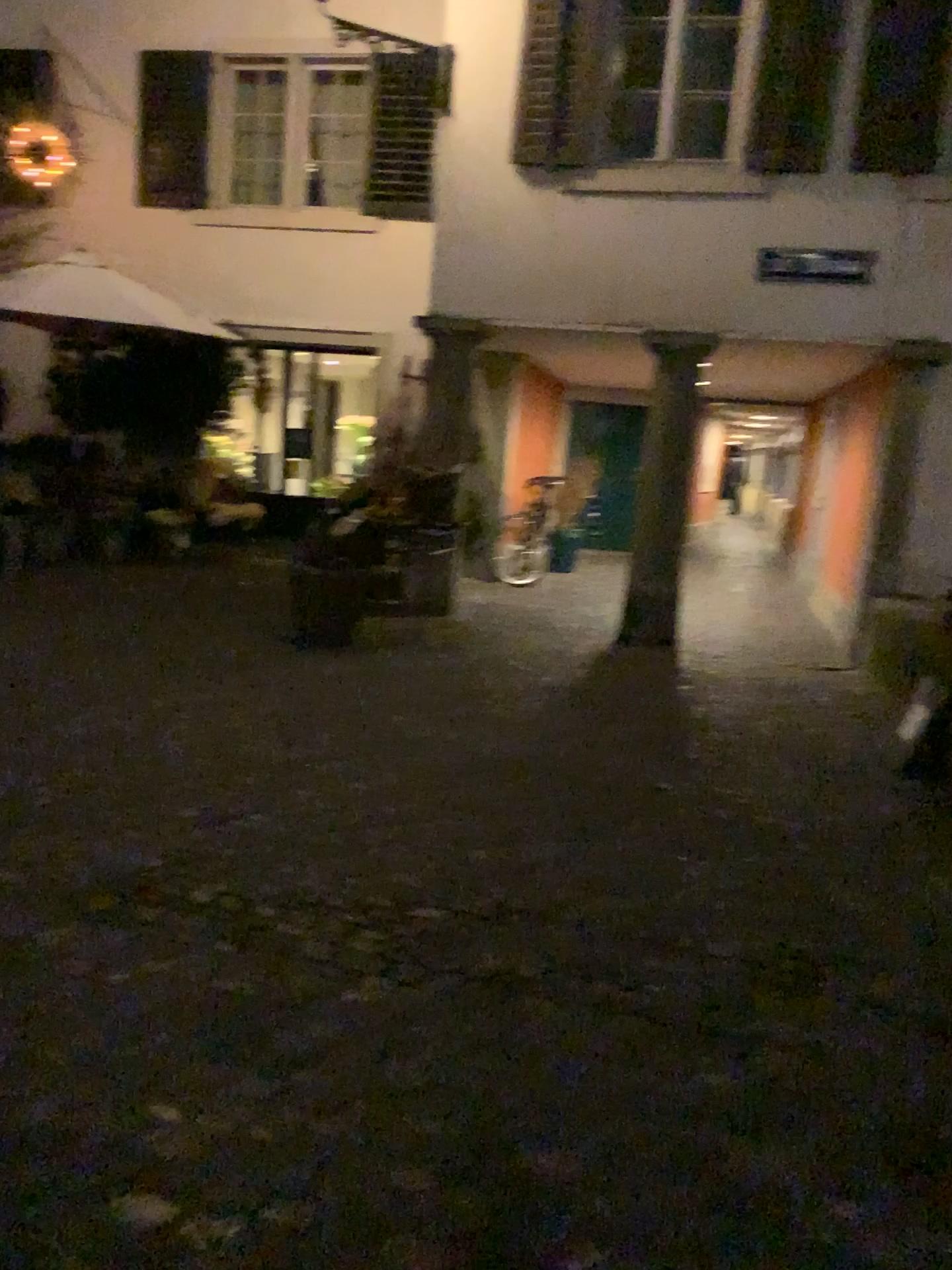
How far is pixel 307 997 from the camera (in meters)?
2.48
